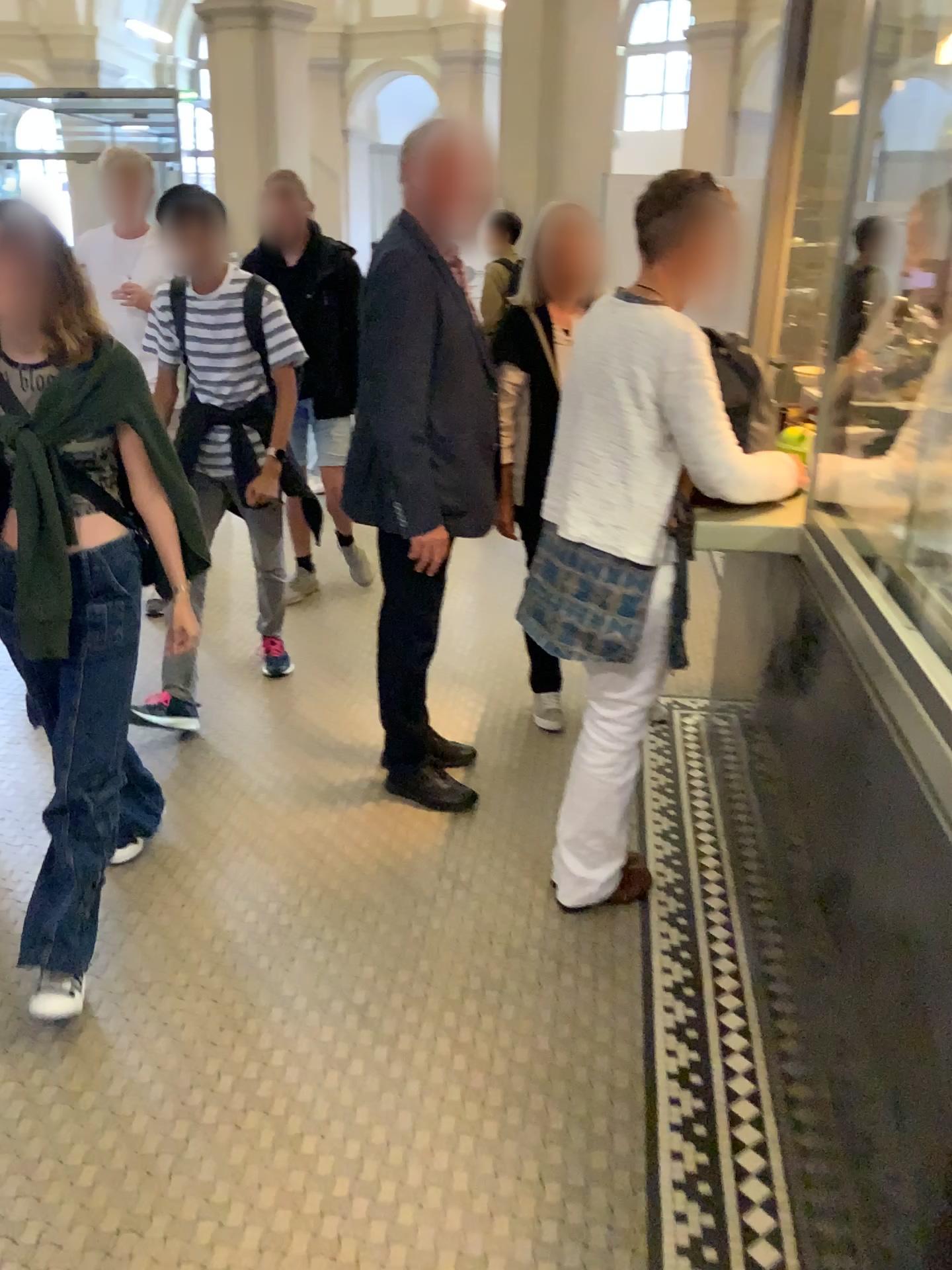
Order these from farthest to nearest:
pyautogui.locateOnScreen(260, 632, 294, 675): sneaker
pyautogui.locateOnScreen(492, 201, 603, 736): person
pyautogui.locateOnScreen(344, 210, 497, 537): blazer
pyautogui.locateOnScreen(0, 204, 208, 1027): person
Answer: pyautogui.locateOnScreen(260, 632, 294, 675): sneaker < pyautogui.locateOnScreen(492, 201, 603, 736): person < pyautogui.locateOnScreen(344, 210, 497, 537): blazer < pyautogui.locateOnScreen(0, 204, 208, 1027): person

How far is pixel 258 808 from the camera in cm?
297

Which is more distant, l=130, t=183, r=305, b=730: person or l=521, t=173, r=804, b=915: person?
l=130, t=183, r=305, b=730: person

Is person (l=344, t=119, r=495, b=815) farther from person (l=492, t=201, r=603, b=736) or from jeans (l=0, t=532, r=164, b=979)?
jeans (l=0, t=532, r=164, b=979)

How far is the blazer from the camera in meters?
2.5 m

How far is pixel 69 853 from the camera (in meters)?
2.16

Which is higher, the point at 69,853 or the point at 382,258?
the point at 382,258

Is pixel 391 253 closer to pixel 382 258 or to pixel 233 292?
pixel 382 258

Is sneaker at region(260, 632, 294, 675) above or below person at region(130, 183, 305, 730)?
below

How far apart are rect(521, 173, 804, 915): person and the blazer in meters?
0.4 m
